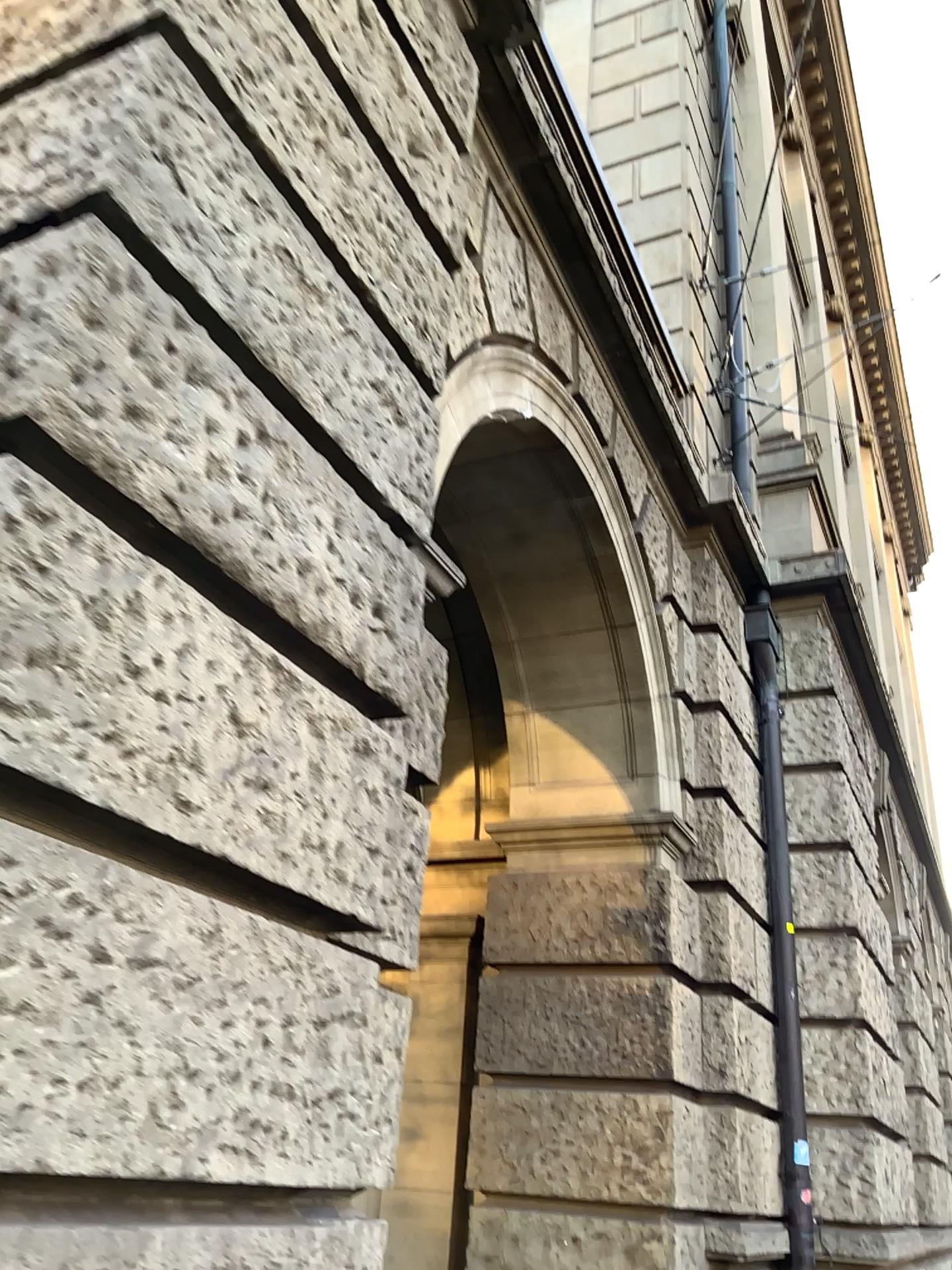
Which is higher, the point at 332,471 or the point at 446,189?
the point at 446,189
